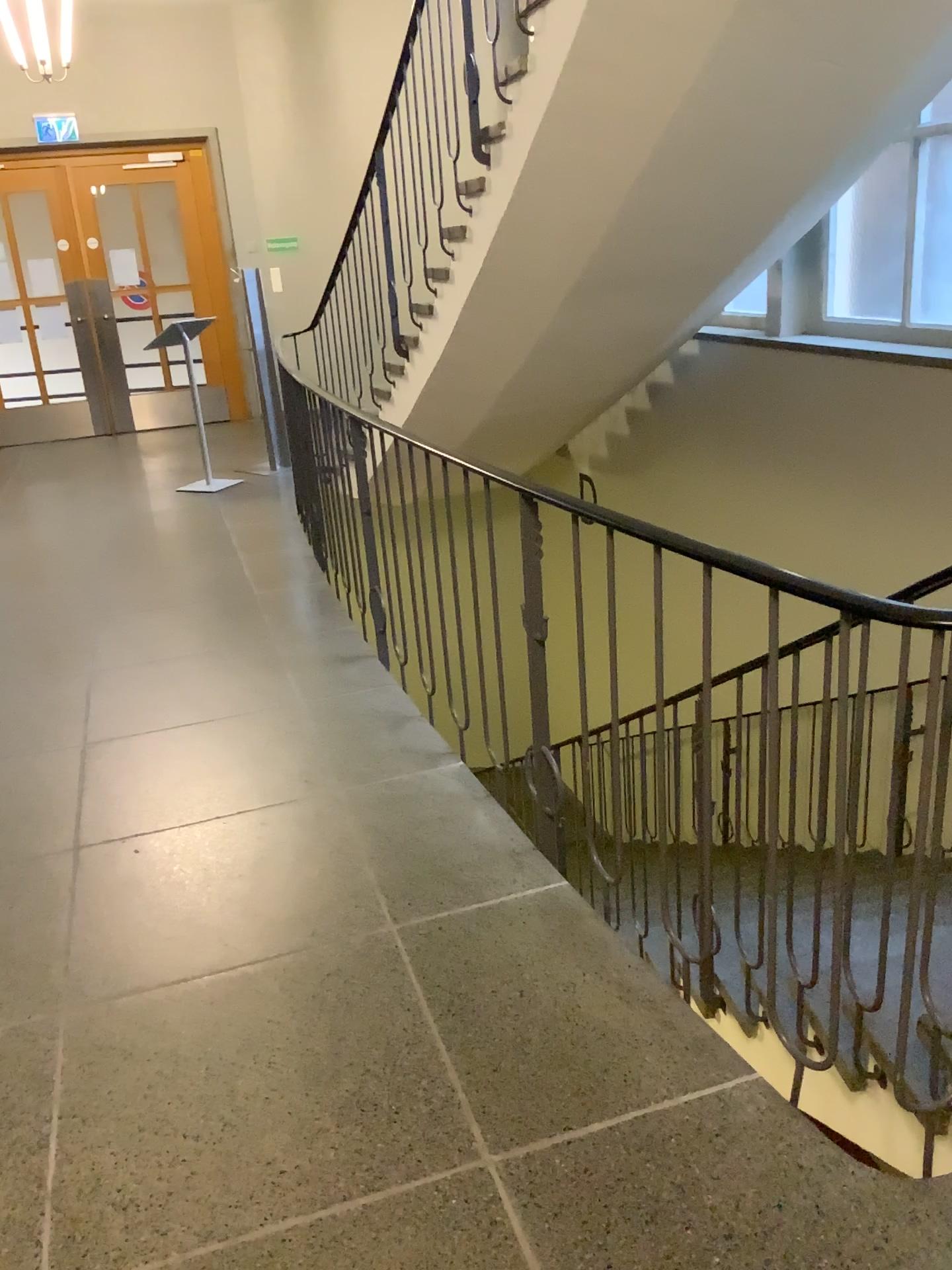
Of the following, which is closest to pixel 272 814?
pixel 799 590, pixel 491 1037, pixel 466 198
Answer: pixel 491 1037
